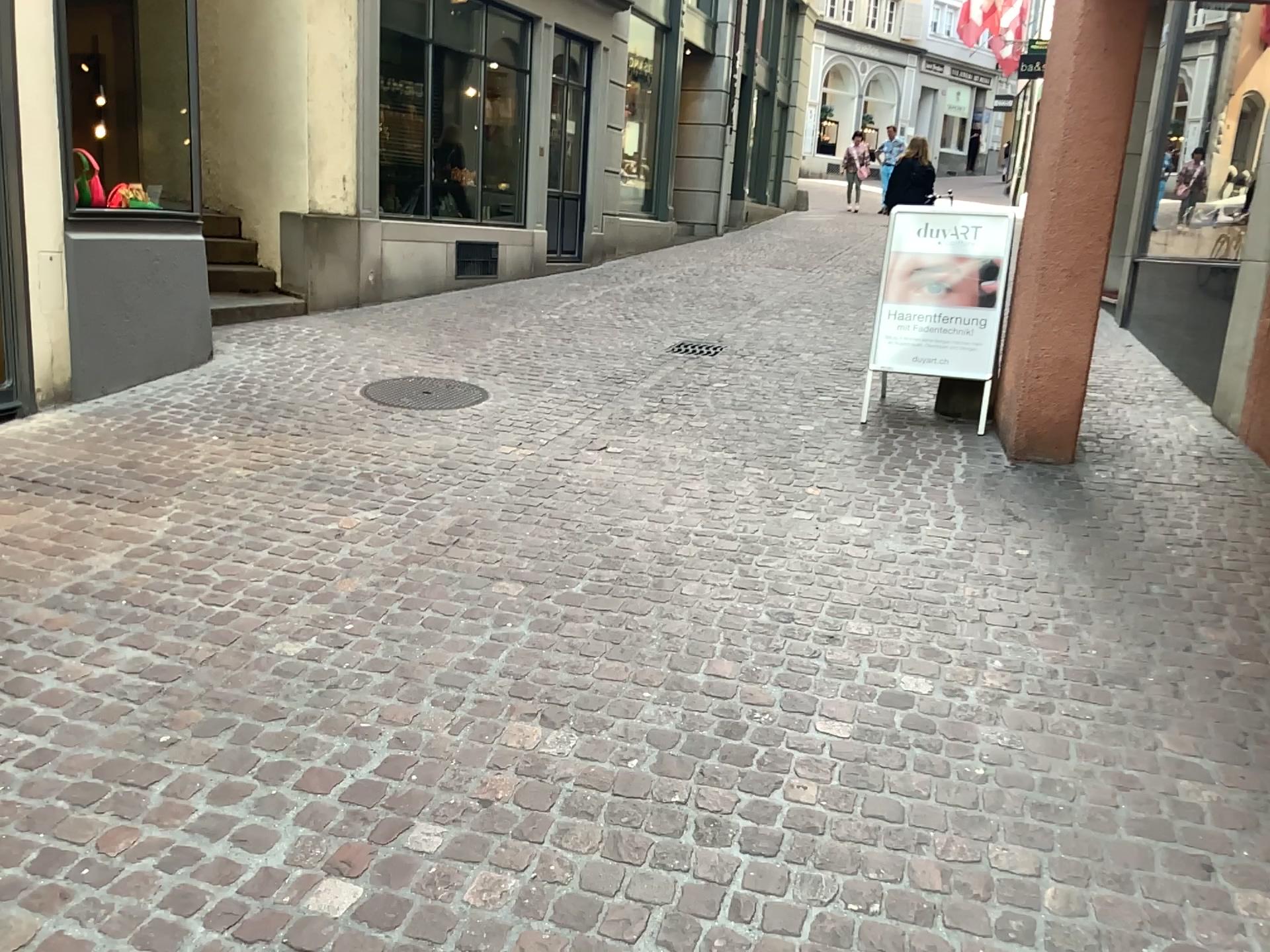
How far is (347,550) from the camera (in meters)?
3.78
